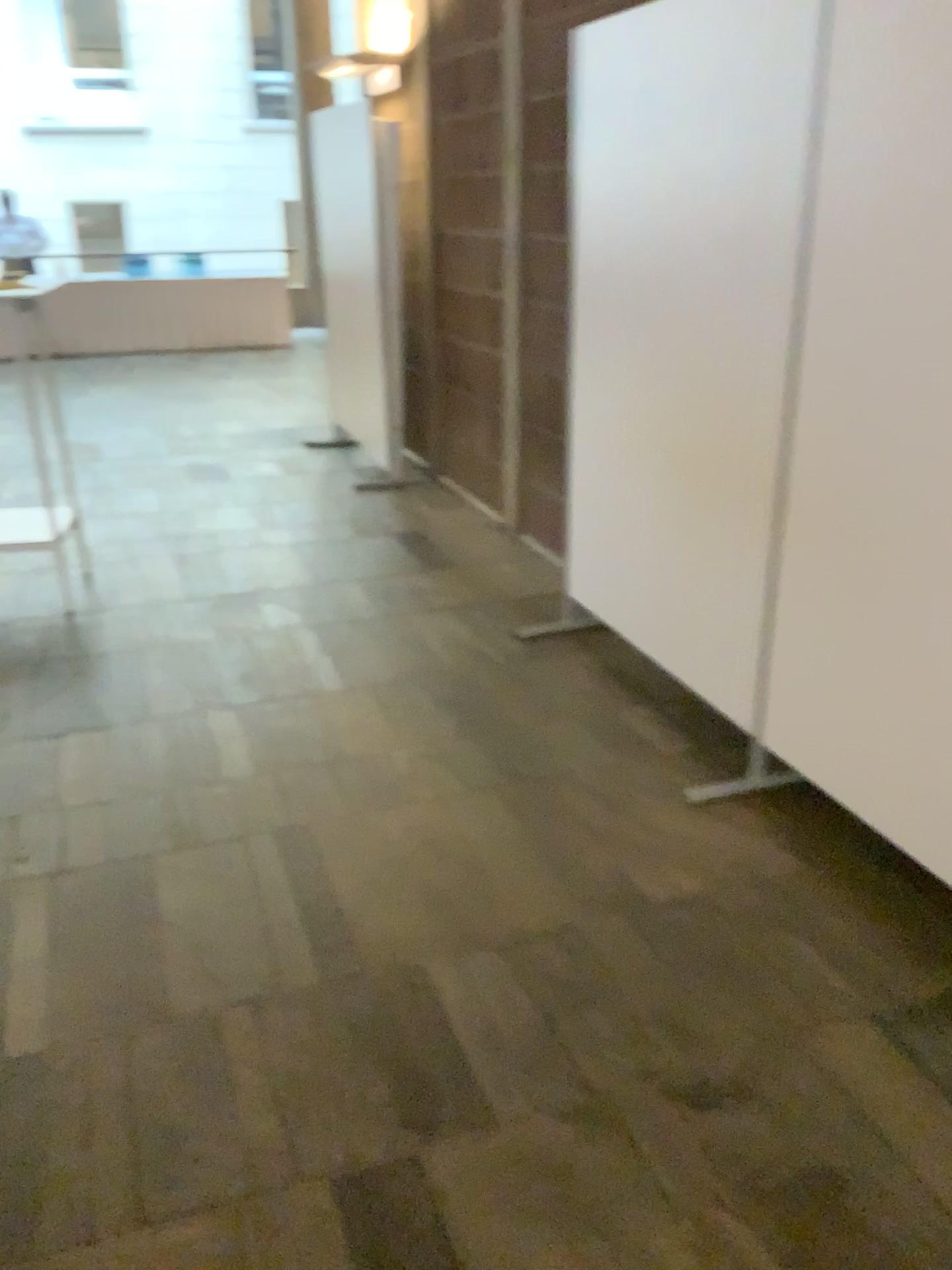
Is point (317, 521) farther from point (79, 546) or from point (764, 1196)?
point (764, 1196)
